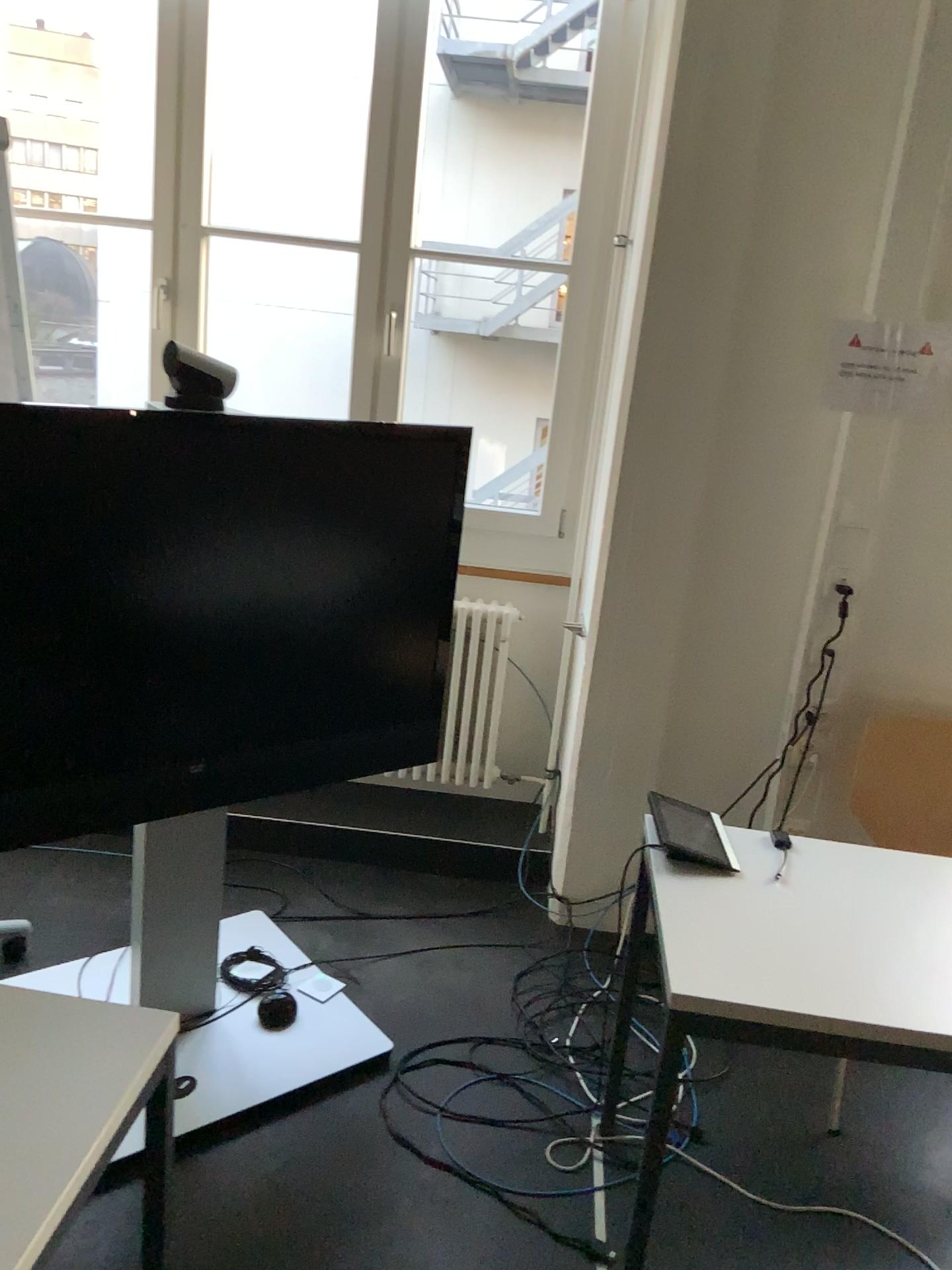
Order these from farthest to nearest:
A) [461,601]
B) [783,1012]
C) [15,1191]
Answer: [461,601] < [783,1012] < [15,1191]

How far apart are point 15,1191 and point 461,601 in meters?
2.3 m

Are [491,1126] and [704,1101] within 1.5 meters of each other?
yes

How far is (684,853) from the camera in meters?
1.9

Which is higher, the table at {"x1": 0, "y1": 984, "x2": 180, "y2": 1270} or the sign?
the sign

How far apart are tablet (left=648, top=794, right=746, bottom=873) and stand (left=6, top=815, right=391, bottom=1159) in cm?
90

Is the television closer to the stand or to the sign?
the stand

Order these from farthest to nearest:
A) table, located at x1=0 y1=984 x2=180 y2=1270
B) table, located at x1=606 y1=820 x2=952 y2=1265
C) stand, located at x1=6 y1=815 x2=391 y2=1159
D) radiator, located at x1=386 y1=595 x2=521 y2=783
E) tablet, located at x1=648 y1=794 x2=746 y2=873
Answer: radiator, located at x1=386 y1=595 x2=521 y2=783, stand, located at x1=6 y1=815 x2=391 y2=1159, tablet, located at x1=648 y1=794 x2=746 y2=873, table, located at x1=606 y1=820 x2=952 y2=1265, table, located at x1=0 y1=984 x2=180 y2=1270

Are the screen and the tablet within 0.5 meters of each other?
yes

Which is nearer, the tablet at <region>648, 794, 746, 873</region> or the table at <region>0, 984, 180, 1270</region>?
the table at <region>0, 984, 180, 1270</region>
